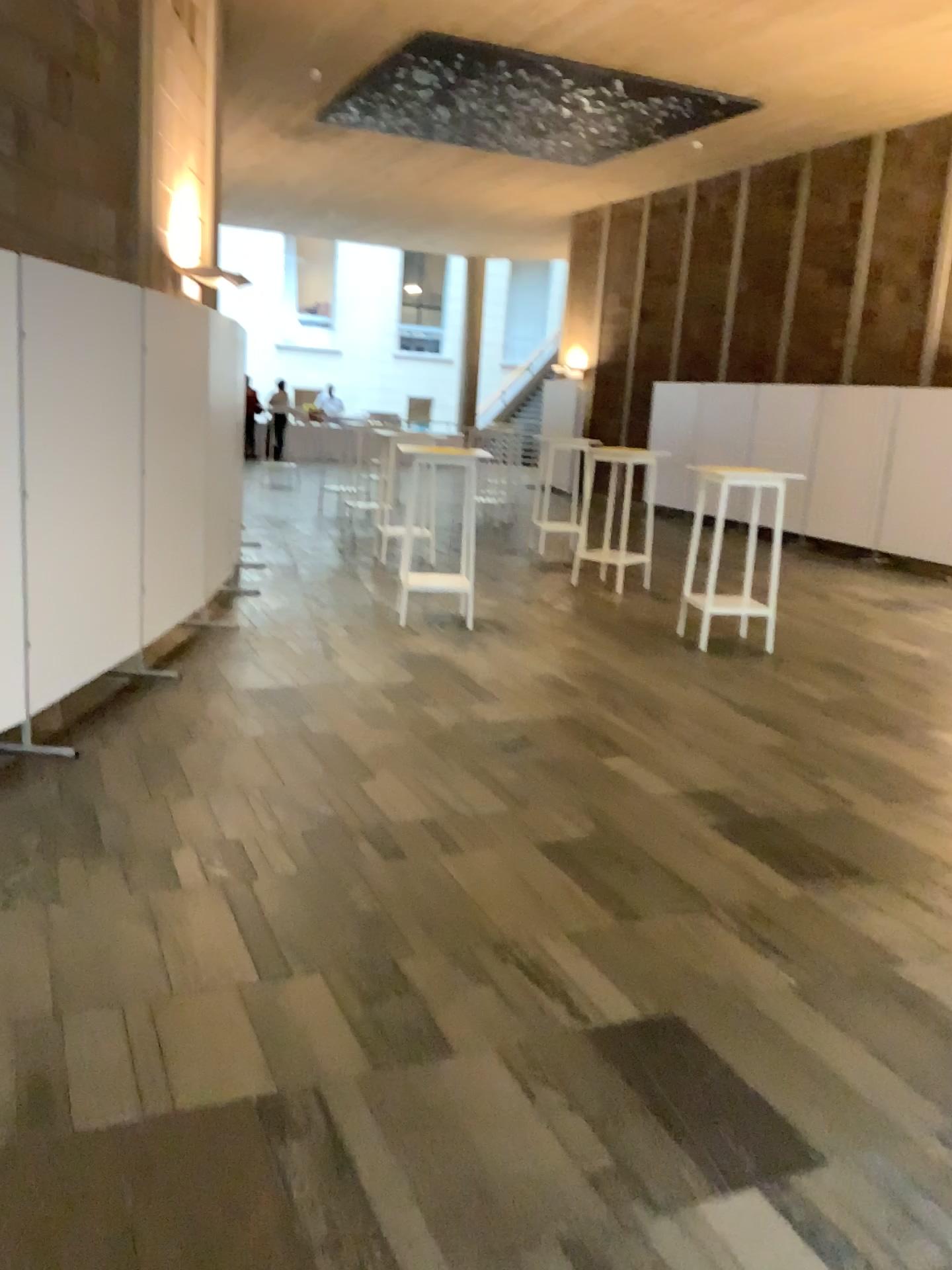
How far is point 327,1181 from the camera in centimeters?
209cm
